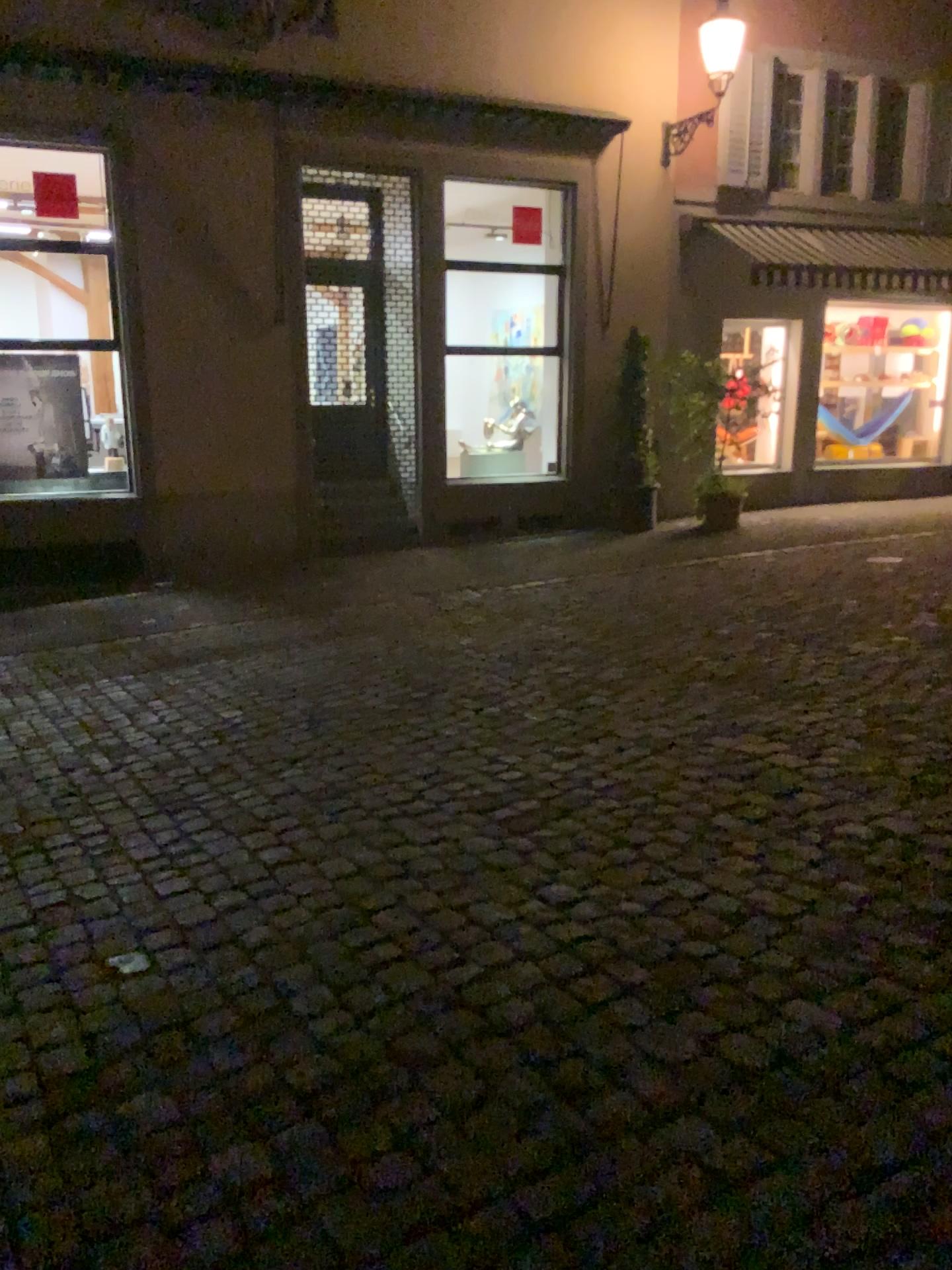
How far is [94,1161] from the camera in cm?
224
